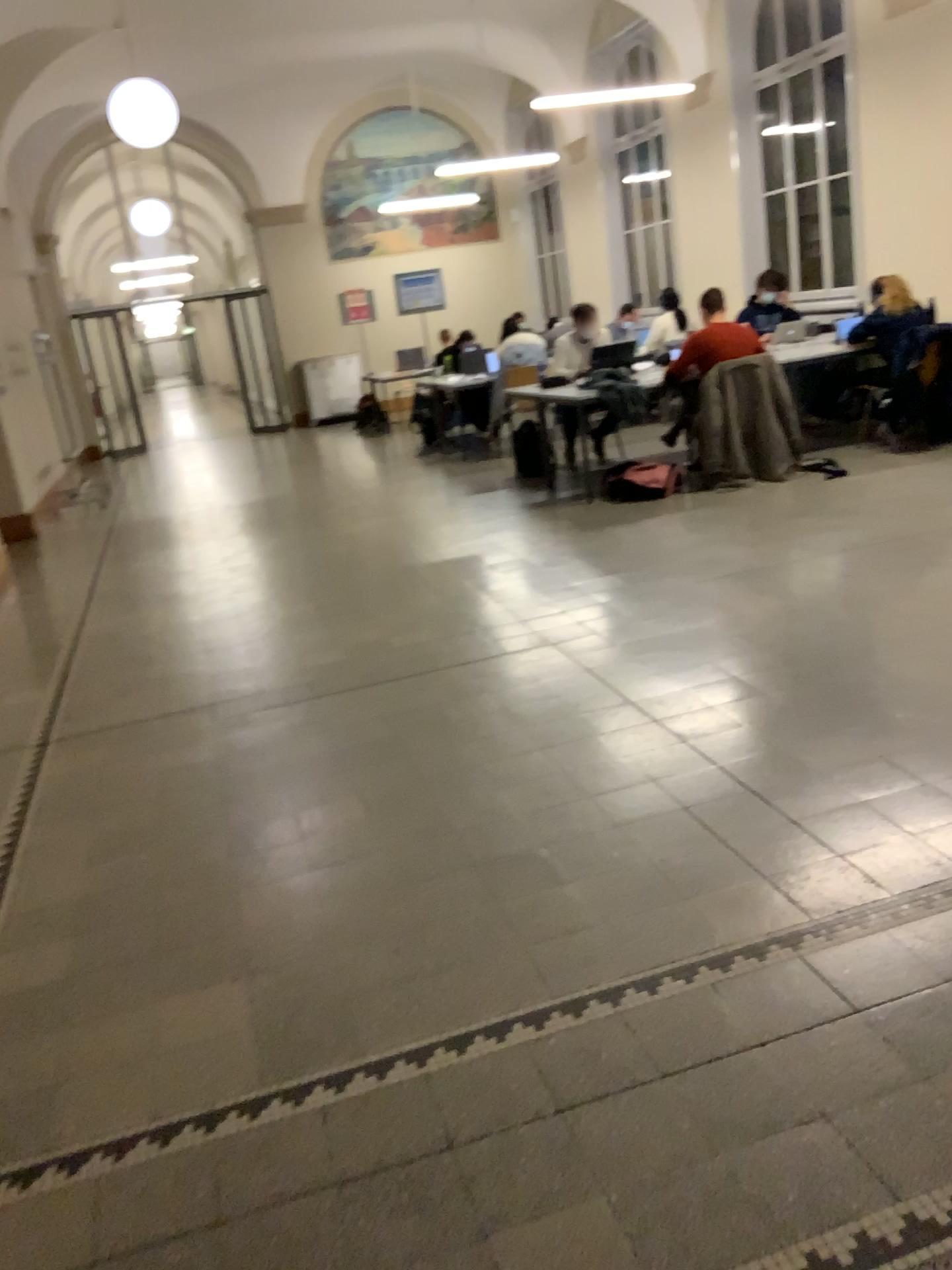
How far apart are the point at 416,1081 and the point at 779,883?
1.0m
